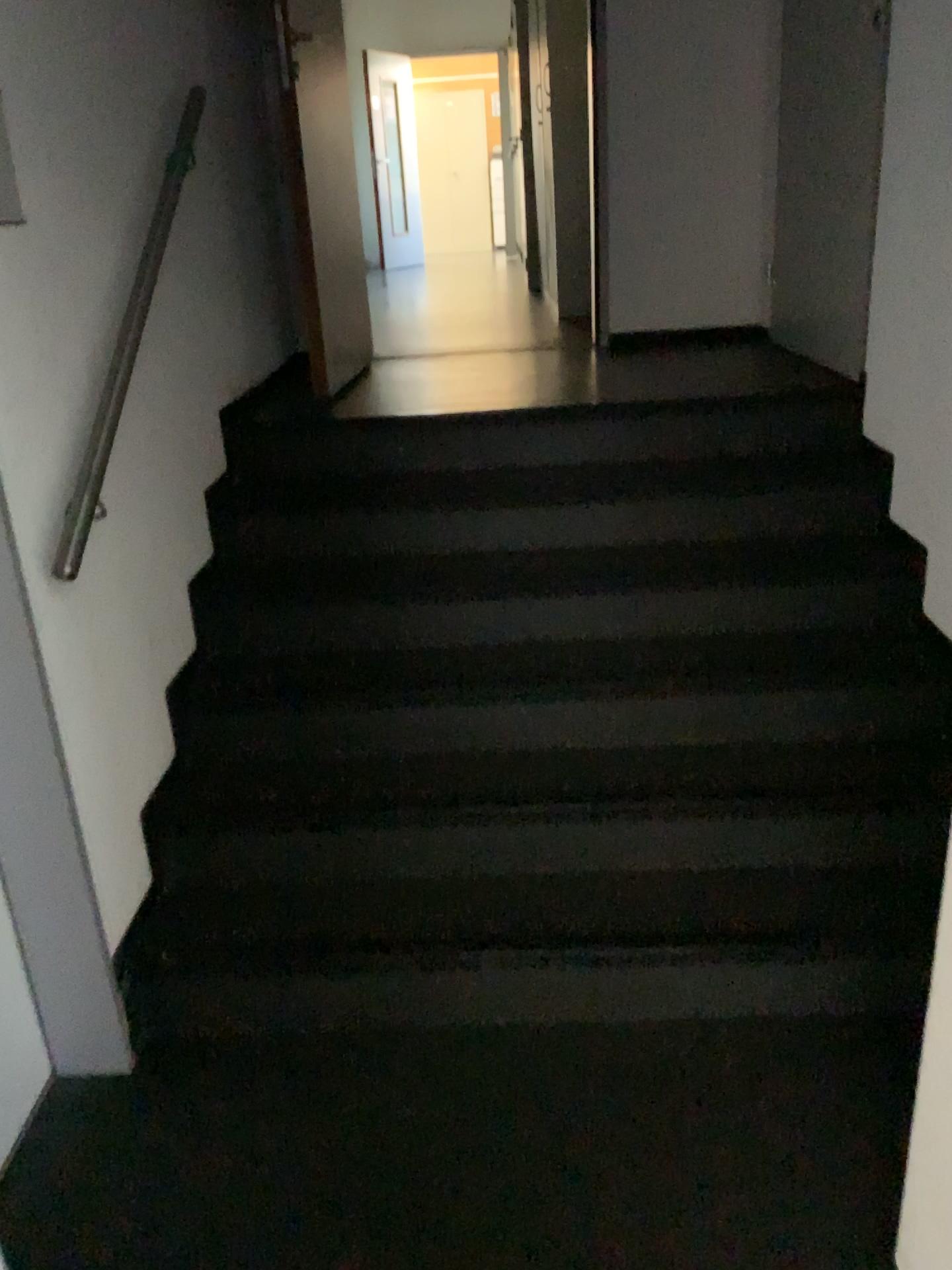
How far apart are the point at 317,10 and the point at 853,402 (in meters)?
2.27

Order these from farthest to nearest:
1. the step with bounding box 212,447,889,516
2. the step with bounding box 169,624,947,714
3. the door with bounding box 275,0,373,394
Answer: the door with bounding box 275,0,373,394 < the step with bounding box 212,447,889,516 < the step with bounding box 169,624,947,714

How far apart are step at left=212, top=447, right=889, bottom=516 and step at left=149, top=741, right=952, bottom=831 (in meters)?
0.74

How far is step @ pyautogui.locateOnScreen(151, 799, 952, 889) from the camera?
2.3 meters

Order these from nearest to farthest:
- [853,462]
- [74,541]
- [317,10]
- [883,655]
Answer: [74,541] < [883,655] < [853,462] < [317,10]

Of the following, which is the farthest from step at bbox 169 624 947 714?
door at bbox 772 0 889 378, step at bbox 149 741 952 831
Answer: door at bbox 772 0 889 378

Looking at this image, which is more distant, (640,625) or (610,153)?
(610,153)

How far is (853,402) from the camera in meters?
3.1 m

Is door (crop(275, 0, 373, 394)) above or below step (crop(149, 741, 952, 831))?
above

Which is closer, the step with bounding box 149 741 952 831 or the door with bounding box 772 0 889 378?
the step with bounding box 149 741 952 831
